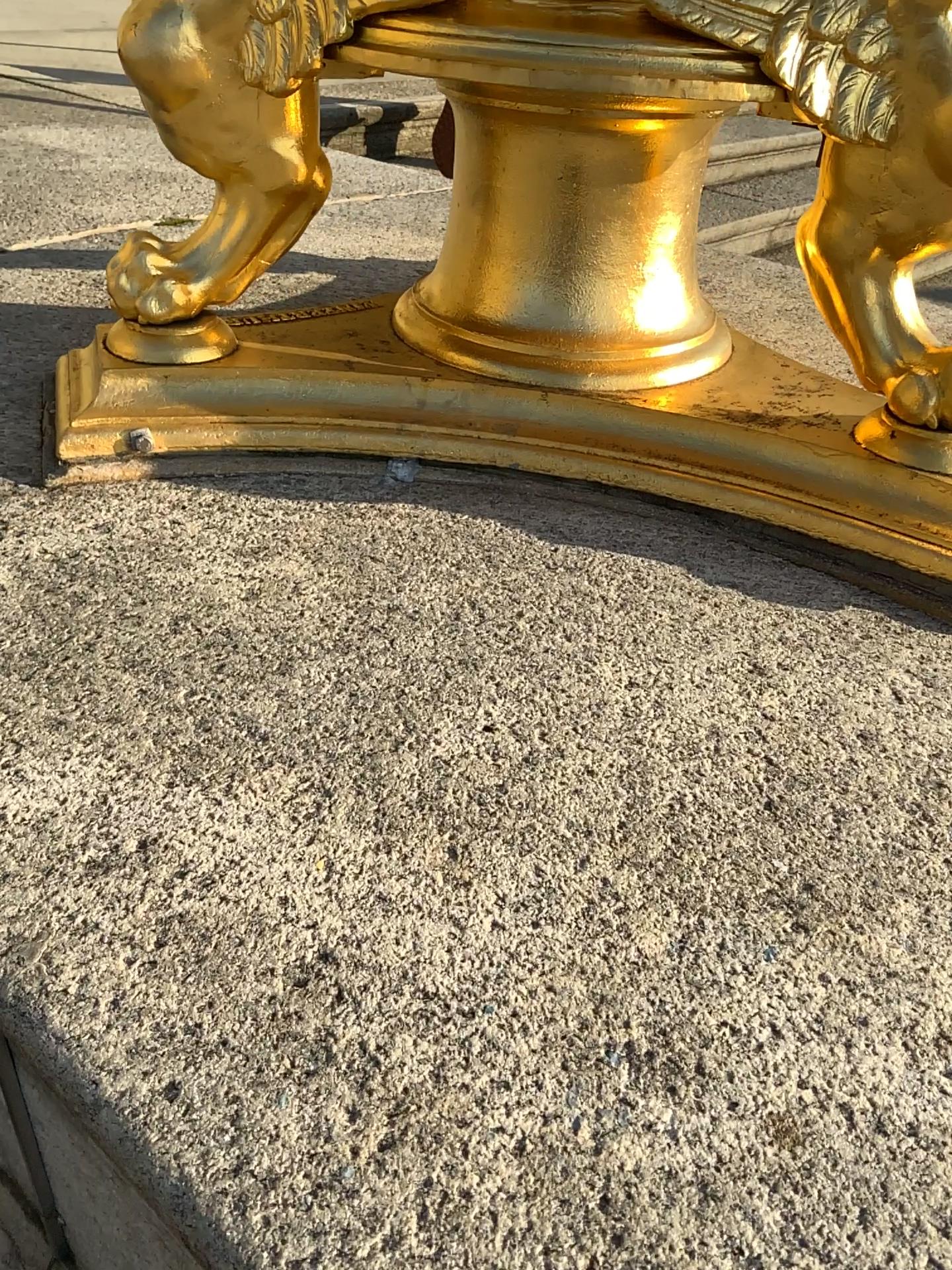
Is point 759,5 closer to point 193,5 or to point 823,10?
point 823,10

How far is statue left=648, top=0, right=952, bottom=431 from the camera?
0.7 meters

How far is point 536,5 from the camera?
0.7m

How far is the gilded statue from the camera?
0.7m

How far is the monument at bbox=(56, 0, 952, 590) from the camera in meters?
0.7 m

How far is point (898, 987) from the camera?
0.5m

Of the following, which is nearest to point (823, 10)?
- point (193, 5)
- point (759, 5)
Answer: point (759, 5)
